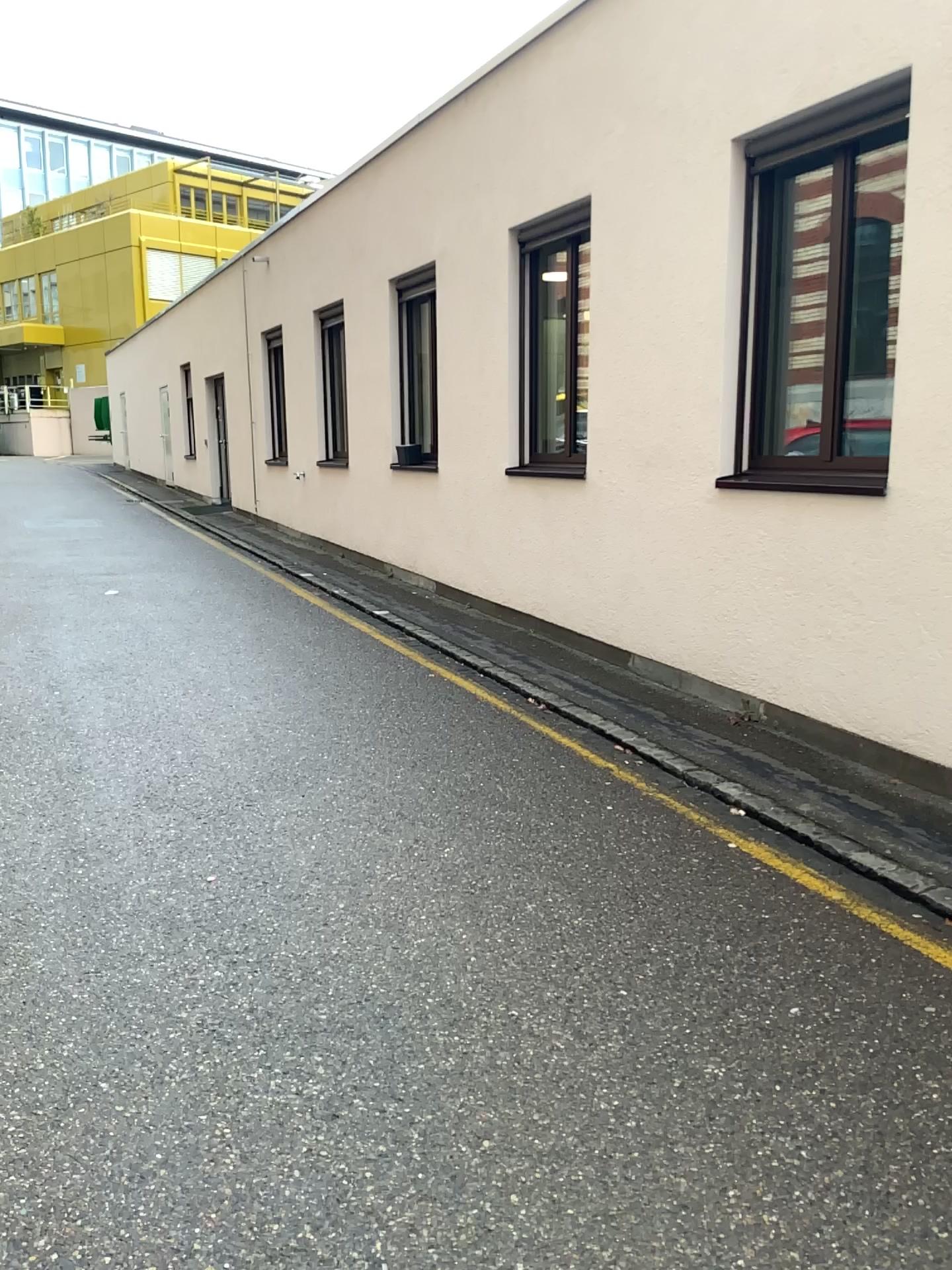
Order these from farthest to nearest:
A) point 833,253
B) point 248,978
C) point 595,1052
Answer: point 833,253 → point 248,978 → point 595,1052
